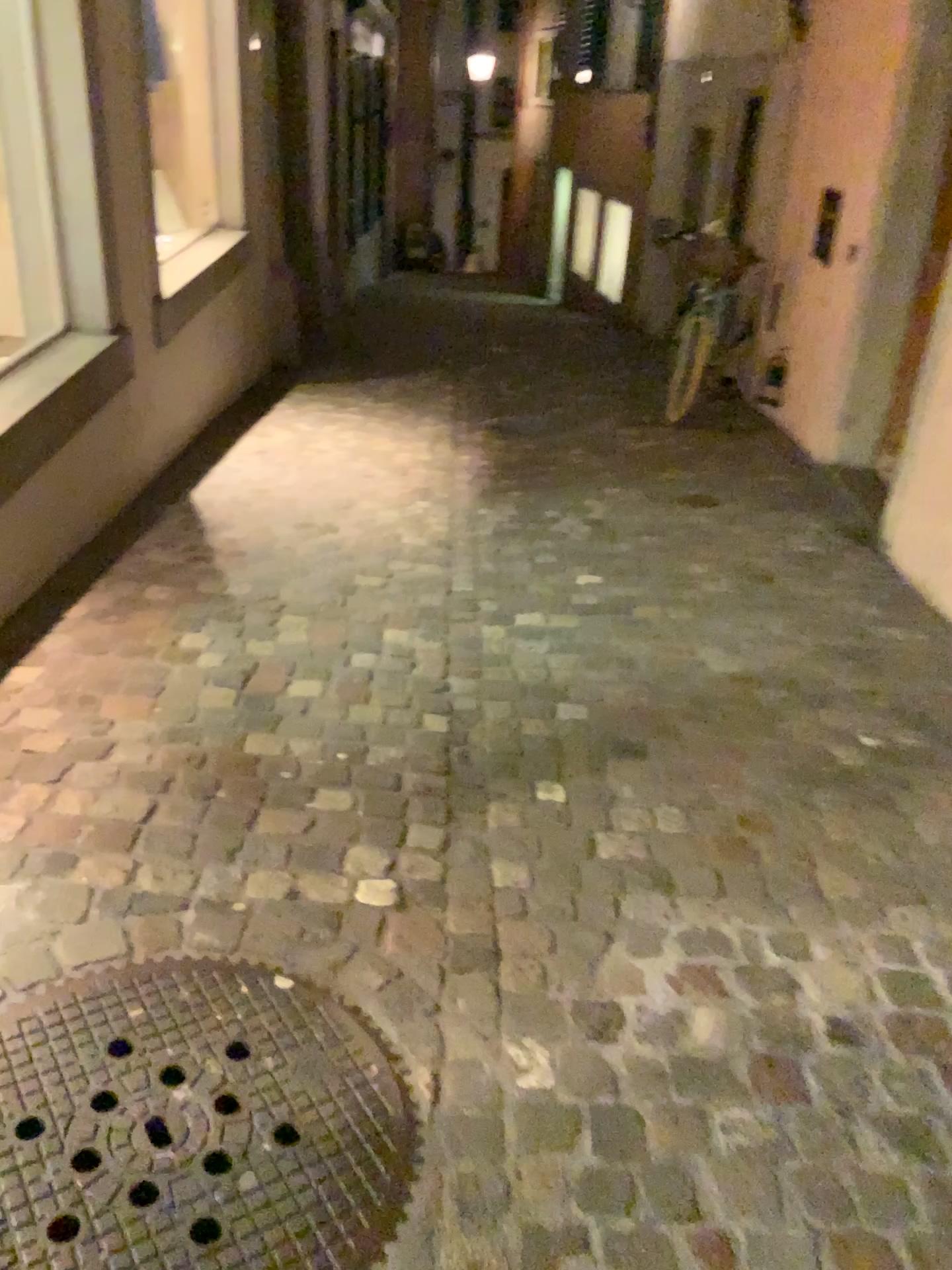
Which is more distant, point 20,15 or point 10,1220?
point 20,15

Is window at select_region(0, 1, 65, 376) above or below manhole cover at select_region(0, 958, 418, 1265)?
above

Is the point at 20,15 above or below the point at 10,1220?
above

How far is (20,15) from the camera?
3.3 meters

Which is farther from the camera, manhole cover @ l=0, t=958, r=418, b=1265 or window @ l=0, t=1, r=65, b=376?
window @ l=0, t=1, r=65, b=376

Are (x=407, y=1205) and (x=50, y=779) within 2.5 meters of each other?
yes

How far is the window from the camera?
3.3 meters
